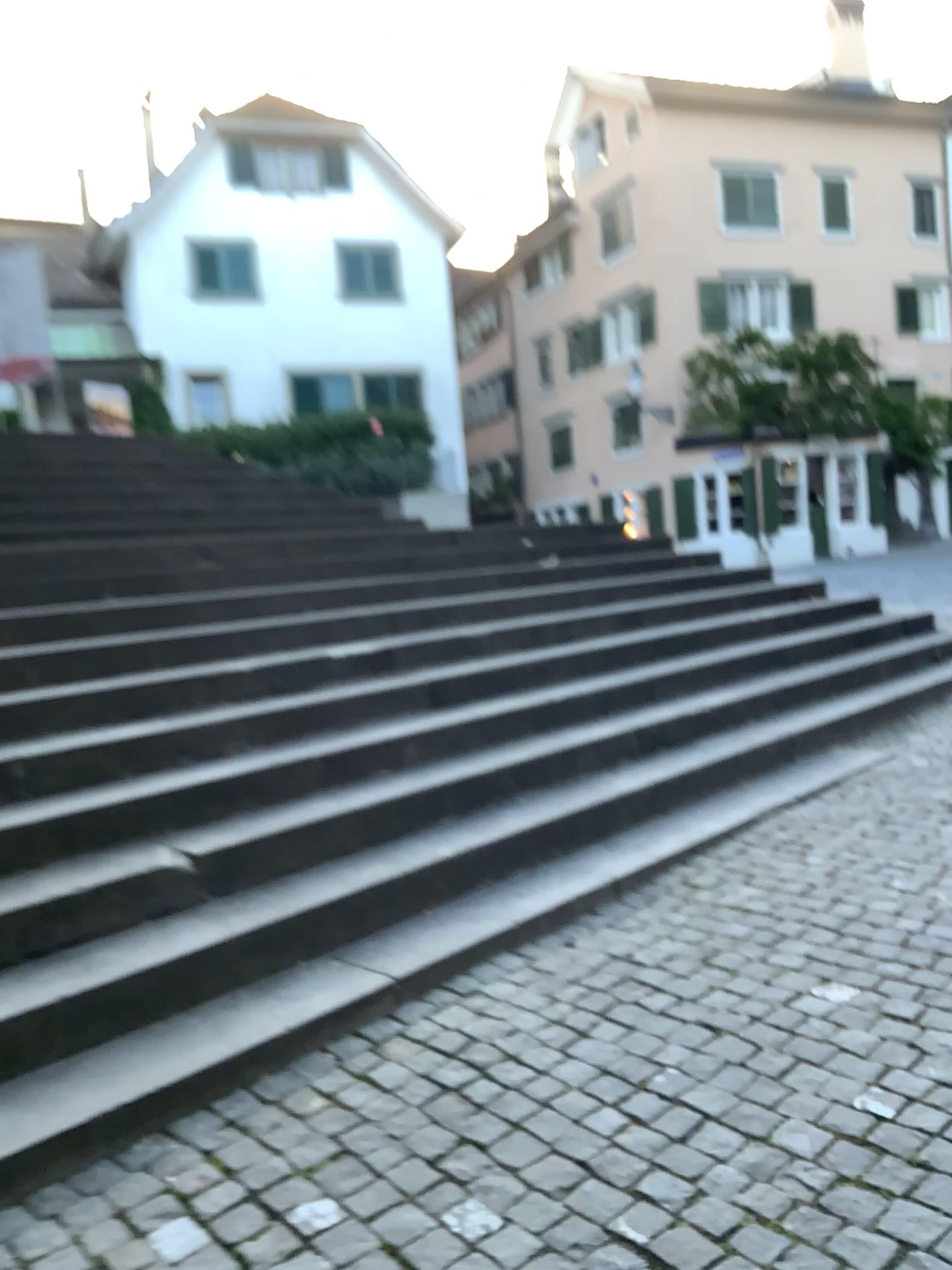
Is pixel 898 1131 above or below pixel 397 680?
below
